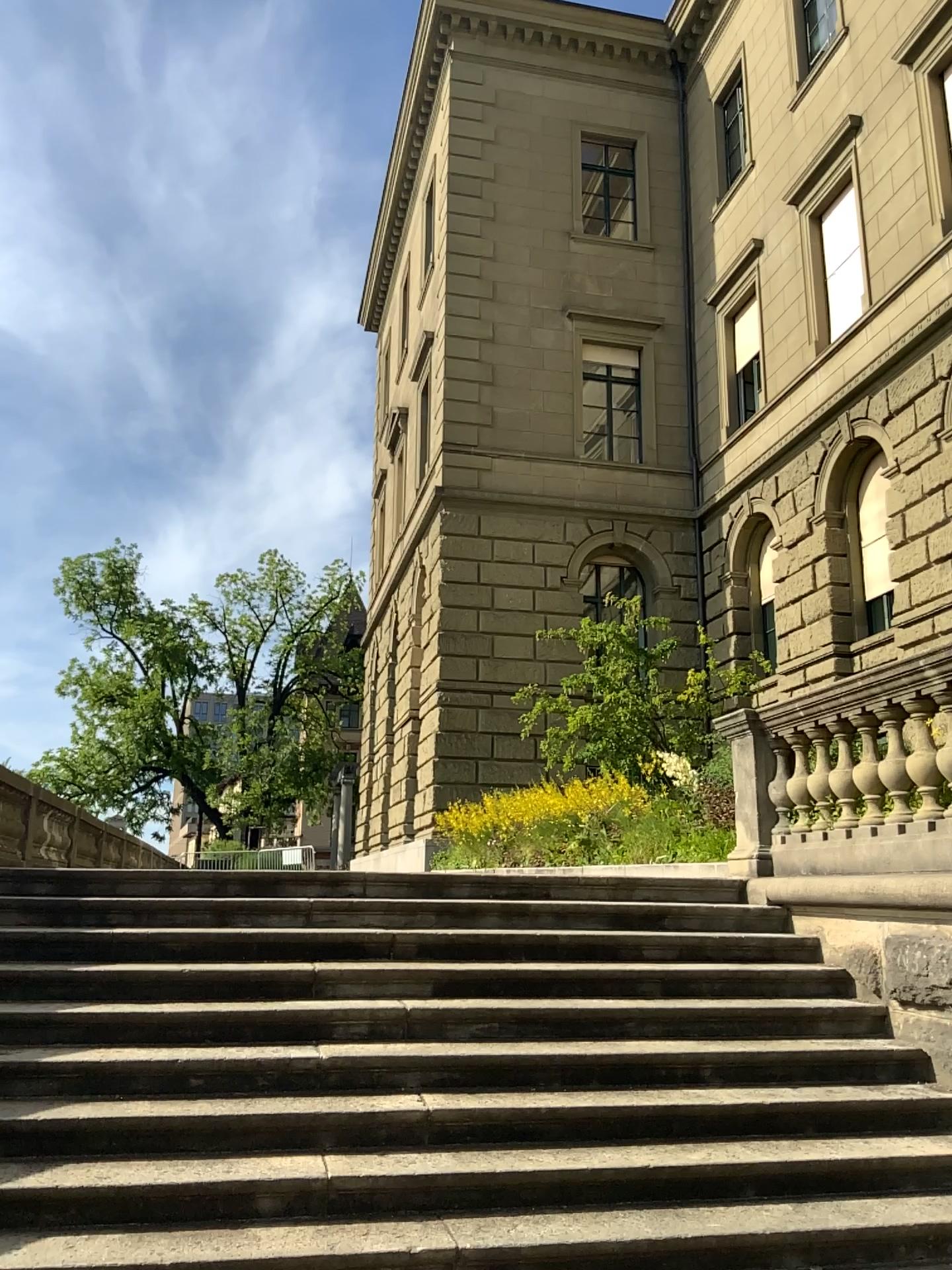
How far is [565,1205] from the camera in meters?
3.9 m
